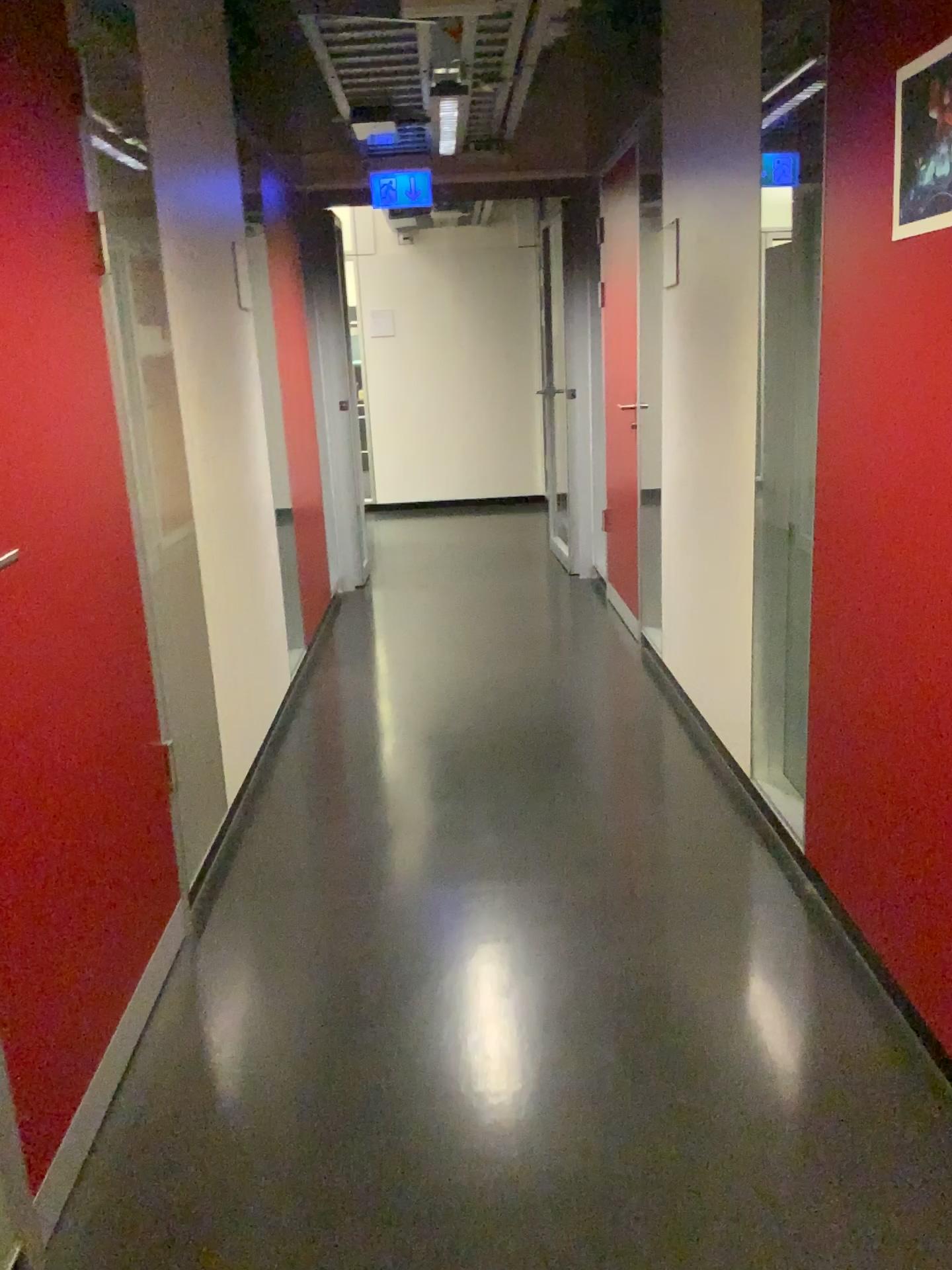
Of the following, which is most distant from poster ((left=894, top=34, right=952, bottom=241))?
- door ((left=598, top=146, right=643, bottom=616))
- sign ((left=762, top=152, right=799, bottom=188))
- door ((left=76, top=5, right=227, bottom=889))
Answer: door ((left=598, top=146, right=643, bottom=616))

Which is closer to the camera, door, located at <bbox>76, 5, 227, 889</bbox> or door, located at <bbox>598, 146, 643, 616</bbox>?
door, located at <bbox>76, 5, 227, 889</bbox>

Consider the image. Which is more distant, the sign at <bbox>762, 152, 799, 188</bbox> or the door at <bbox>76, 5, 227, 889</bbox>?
the sign at <bbox>762, 152, 799, 188</bbox>

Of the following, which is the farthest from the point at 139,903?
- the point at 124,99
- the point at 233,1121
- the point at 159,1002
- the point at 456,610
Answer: the point at 456,610

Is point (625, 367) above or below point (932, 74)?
below

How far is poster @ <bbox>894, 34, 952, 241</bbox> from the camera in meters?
1.7

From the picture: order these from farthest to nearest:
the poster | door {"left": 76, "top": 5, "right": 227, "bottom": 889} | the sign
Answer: the sign
door {"left": 76, "top": 5, "right": 227, "bottom": 889}
the poster

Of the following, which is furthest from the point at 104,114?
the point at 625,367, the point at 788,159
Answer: the point at 625,367

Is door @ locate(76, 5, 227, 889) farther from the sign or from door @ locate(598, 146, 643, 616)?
door @ locate(598, 146, 643, 616)

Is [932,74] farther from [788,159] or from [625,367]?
[625,367]
